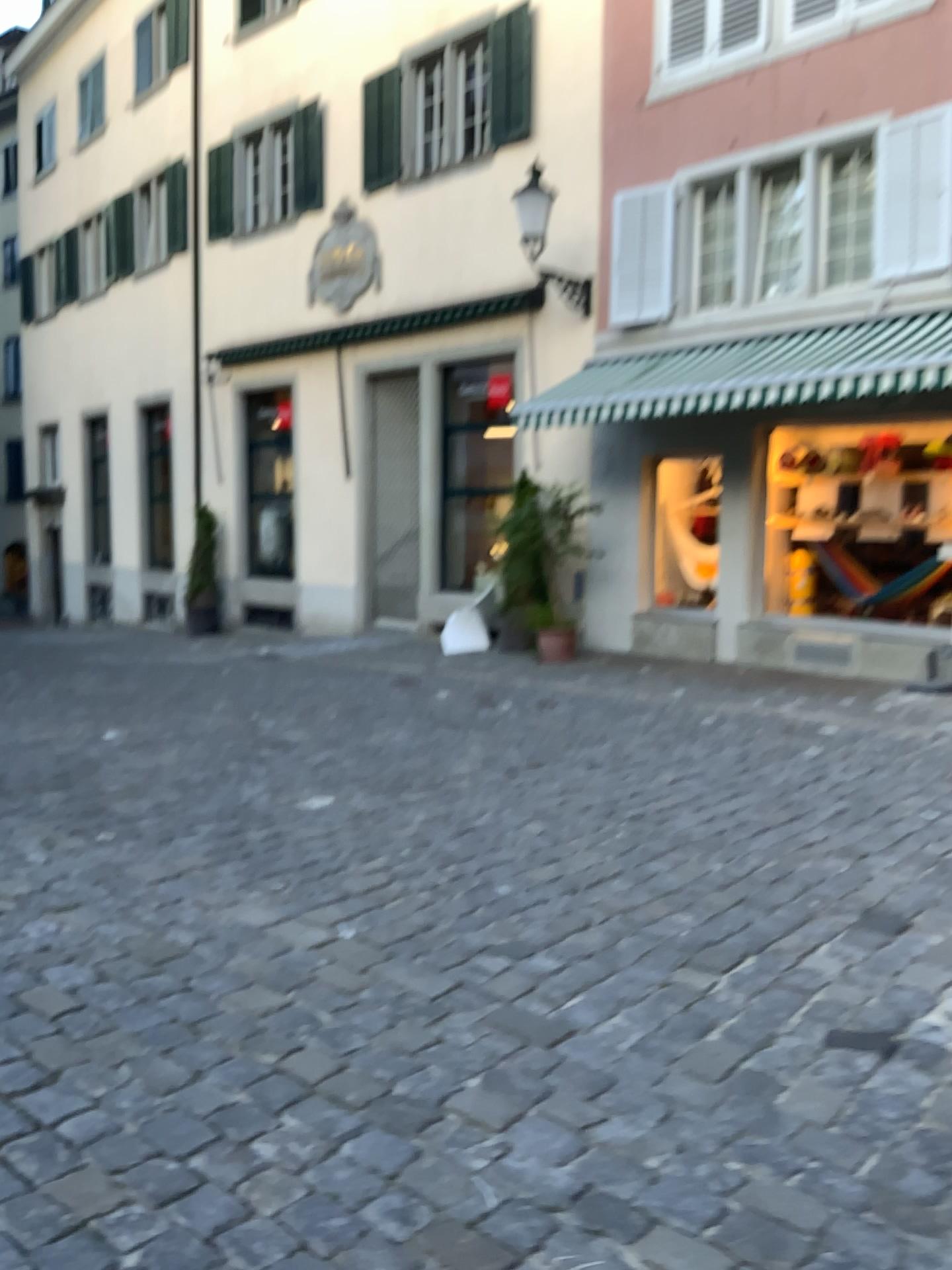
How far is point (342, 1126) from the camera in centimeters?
227cm
